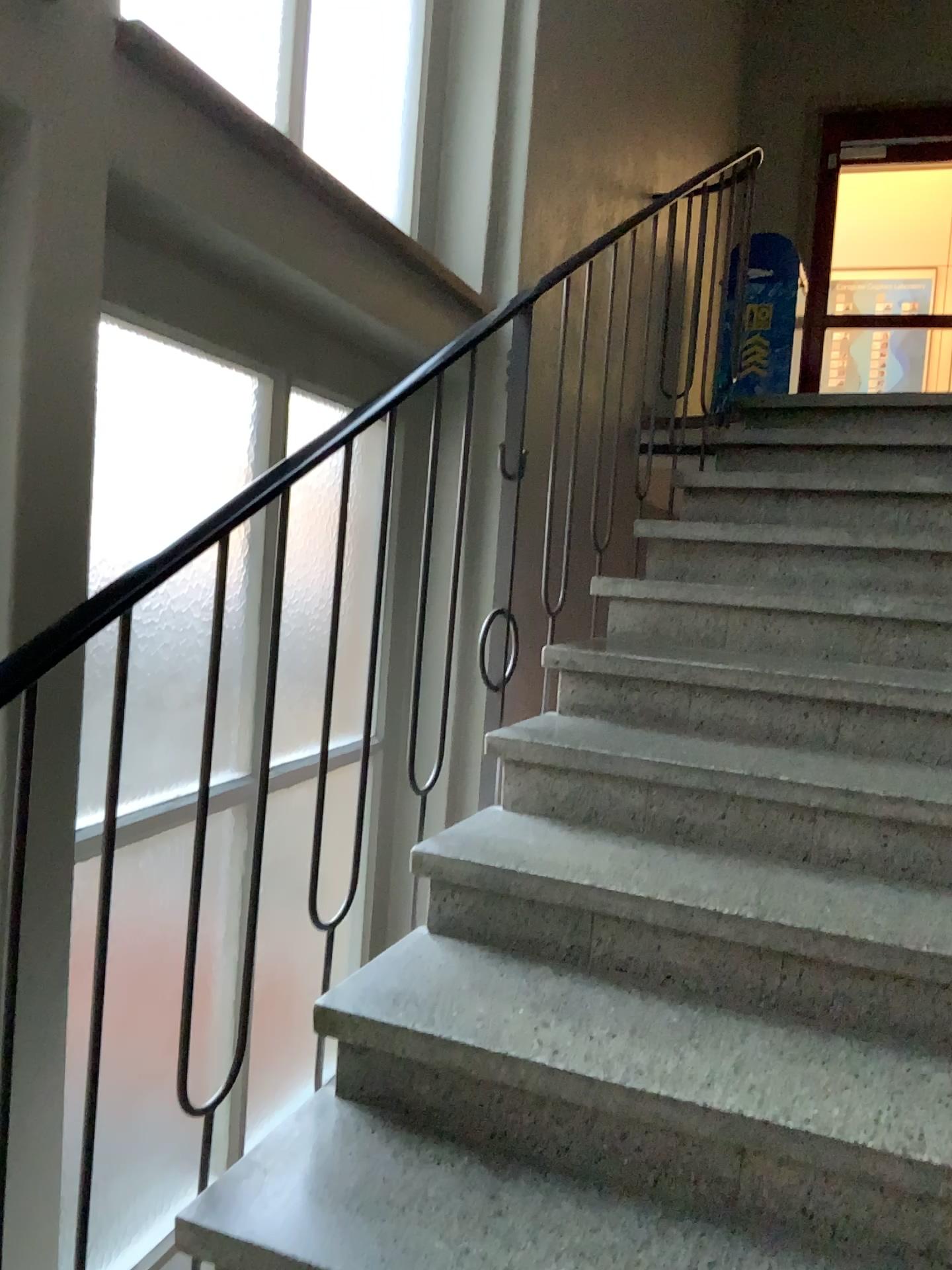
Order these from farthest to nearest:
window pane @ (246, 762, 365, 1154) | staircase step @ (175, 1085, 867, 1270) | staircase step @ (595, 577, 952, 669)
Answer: staircase step @ (595, 577, 952, 669) → window pane @ (246, 762, 365, 1154) → staircase step @ (175, 1085, 867, 1270)

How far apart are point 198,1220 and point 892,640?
1.9m

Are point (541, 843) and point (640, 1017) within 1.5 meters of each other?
yes

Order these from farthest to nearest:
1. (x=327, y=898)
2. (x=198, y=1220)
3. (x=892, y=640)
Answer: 1. (x=892, y=640)
2. (x=327, y=898)
3. (x=198, y=1220)

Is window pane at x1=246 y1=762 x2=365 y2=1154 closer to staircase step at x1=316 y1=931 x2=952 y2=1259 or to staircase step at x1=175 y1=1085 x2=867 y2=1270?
staircase step at x1=316 y1=931 x2=952 y2=1259

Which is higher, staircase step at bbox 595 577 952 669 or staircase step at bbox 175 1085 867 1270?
staircase step at bbox 595 577 952 669

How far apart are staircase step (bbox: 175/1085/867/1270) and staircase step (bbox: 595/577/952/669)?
1.35m

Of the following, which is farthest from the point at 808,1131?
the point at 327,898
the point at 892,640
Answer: the point at 892,640

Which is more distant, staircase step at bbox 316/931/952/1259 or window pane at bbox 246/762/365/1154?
window pane at bbox 246/762/365/1154

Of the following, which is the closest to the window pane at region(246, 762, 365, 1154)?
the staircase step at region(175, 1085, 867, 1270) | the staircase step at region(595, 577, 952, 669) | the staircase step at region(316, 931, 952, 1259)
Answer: the staircase step at region(316, 931, 952, 1259)
